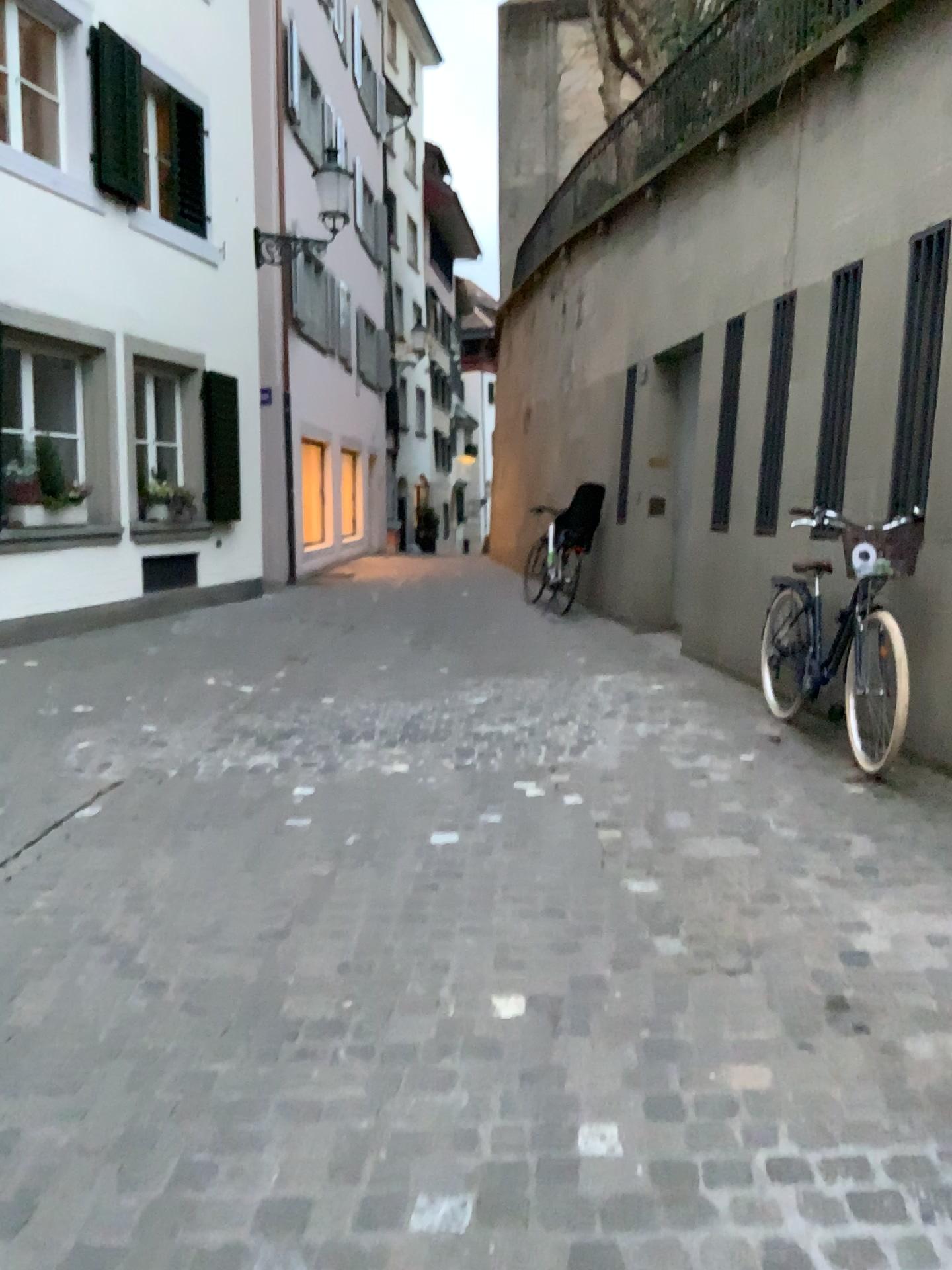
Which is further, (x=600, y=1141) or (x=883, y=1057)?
(x=883, y=1057)
